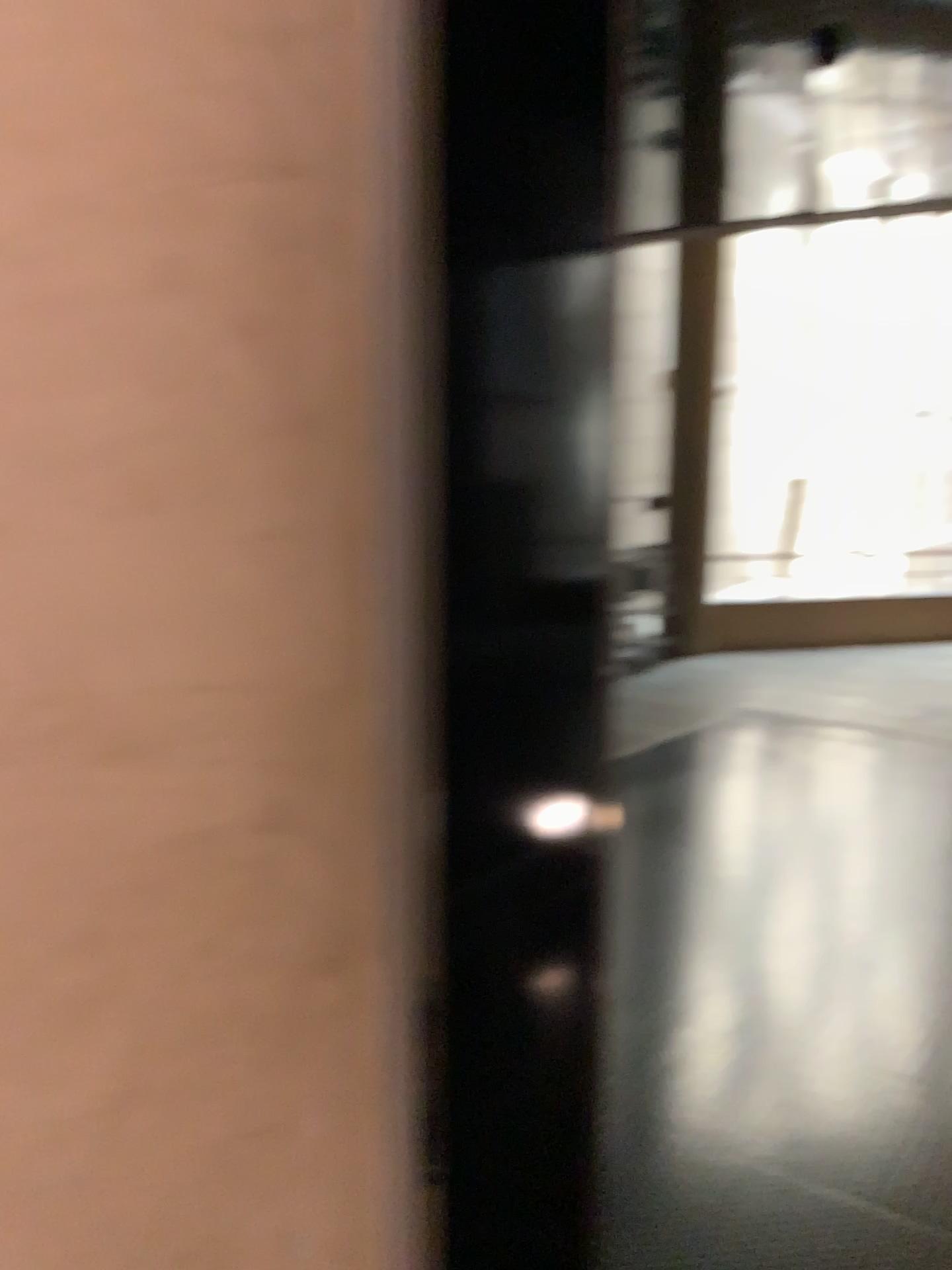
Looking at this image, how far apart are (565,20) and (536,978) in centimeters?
85cm

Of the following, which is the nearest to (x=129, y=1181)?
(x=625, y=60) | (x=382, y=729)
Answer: (x=382, y=729)

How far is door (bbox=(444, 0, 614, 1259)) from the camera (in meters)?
0.90

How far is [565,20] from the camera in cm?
90

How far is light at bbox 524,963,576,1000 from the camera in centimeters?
102cm

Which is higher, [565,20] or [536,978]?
[565,20]
